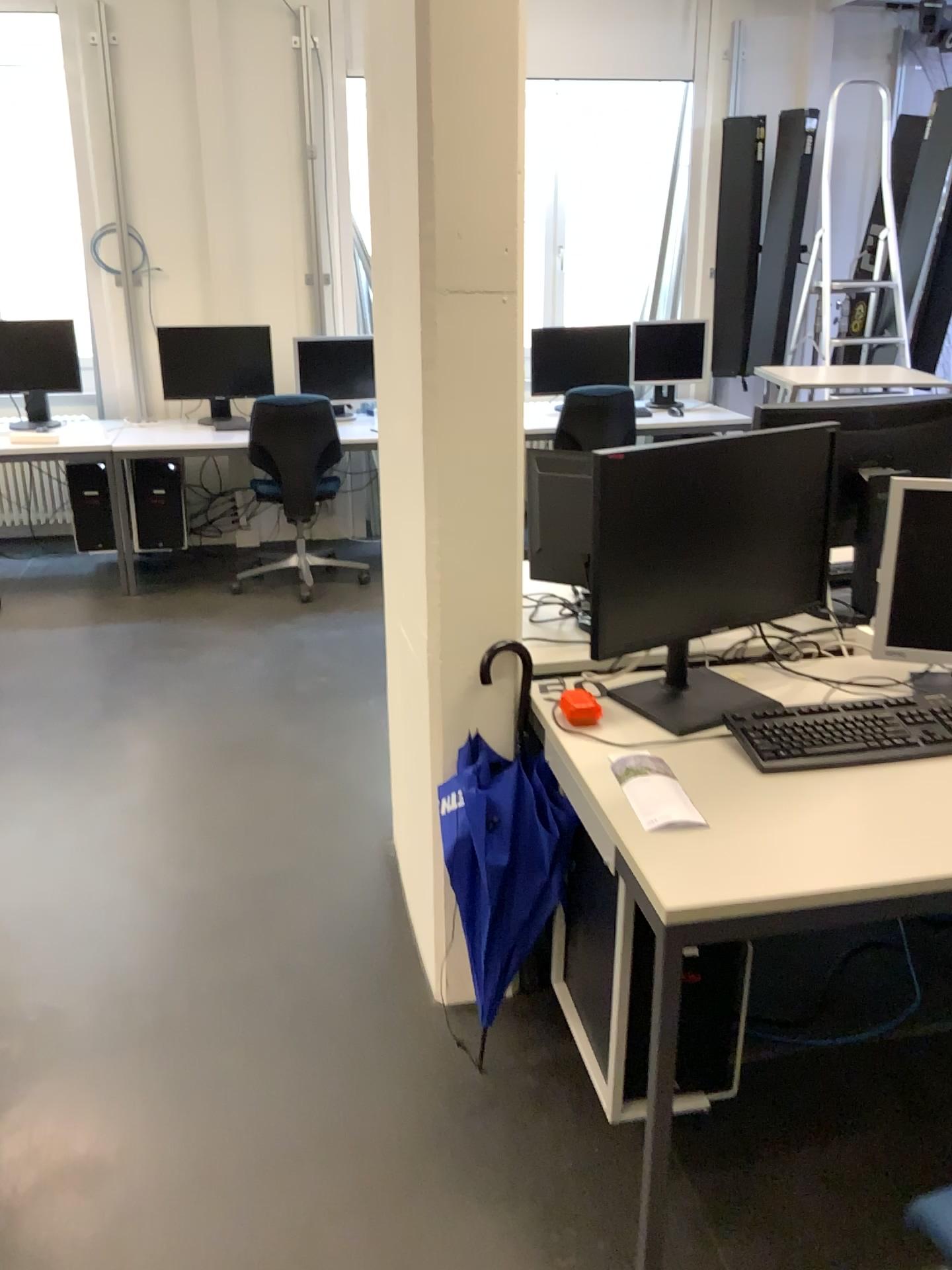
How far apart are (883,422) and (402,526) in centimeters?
125cm

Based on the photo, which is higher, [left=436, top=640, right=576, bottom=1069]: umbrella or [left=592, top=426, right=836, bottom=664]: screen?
[left=592, top=426, right=836, bottom=664]: screen

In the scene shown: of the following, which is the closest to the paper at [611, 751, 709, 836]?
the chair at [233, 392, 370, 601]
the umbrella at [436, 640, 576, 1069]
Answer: the umbrella at [436, 640, 576, 1069]

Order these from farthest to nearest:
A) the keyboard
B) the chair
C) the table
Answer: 1. the chair
2. the keyboard
3. the table

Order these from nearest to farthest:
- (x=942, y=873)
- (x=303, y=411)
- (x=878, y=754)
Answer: (x=942, y=873) < (x=878, y=754) < (x=303, y=411)

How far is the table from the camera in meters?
1.4 m

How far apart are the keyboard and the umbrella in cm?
35

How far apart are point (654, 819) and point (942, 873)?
0.4 meters

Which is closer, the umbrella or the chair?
the umbrella

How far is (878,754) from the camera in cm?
180
